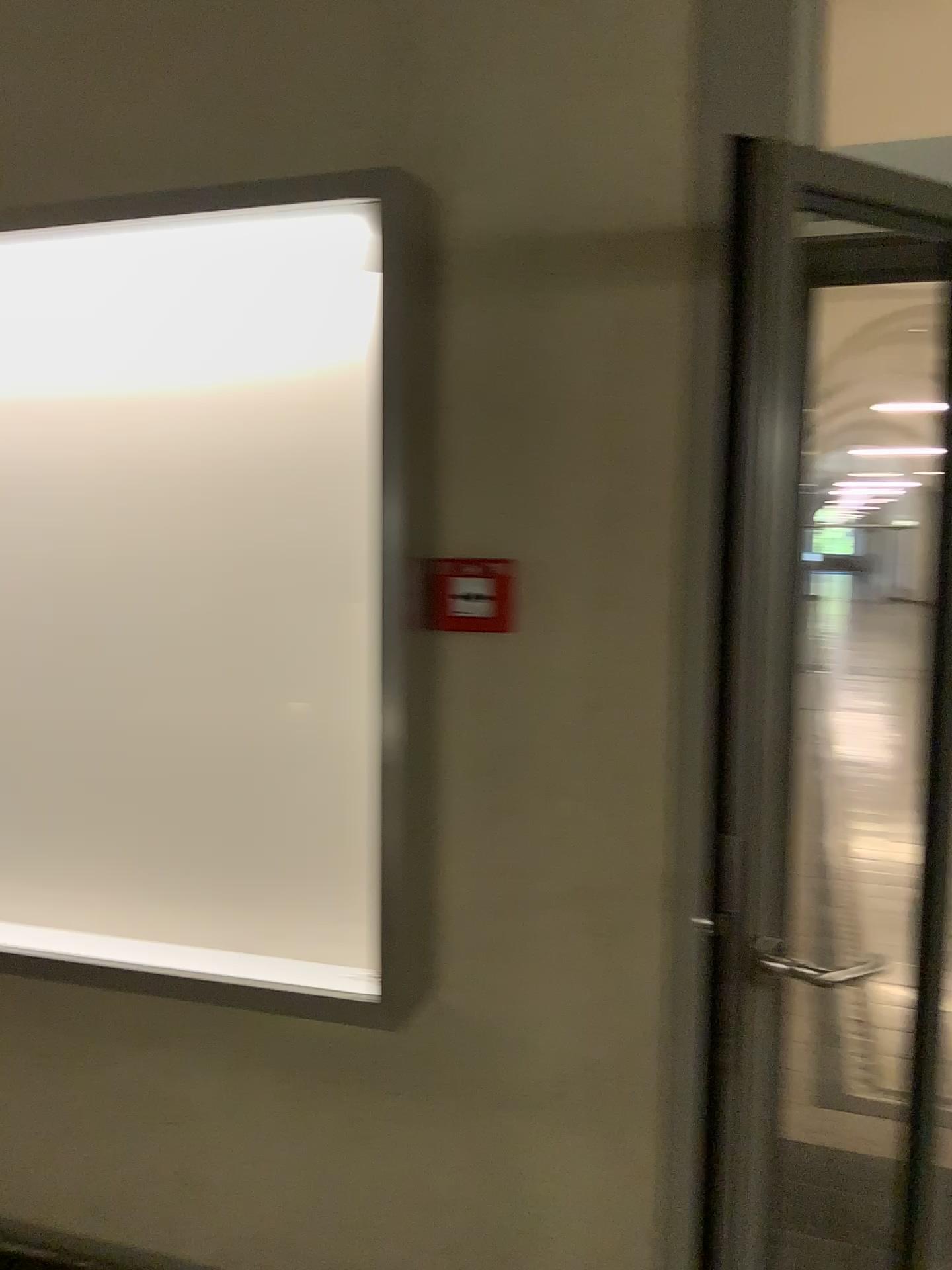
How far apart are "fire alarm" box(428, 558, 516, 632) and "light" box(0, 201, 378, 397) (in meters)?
0.43

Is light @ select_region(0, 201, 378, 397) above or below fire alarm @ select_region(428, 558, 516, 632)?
above

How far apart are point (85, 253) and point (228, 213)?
0.3 meters

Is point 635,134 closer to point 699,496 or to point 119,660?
point 699,496

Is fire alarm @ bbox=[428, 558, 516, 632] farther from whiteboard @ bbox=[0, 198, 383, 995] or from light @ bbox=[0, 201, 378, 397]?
light @ bbox=[0, 201, 378, 397]

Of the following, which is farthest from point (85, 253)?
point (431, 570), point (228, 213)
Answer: point (431, 570)

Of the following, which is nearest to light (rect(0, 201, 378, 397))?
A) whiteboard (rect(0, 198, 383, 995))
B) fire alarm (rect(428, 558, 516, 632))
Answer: whiteboard (rect(0, 198, 383, 995))

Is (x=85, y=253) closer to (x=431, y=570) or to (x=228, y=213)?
(x=228, y=213)

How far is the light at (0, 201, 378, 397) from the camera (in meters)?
1.87
